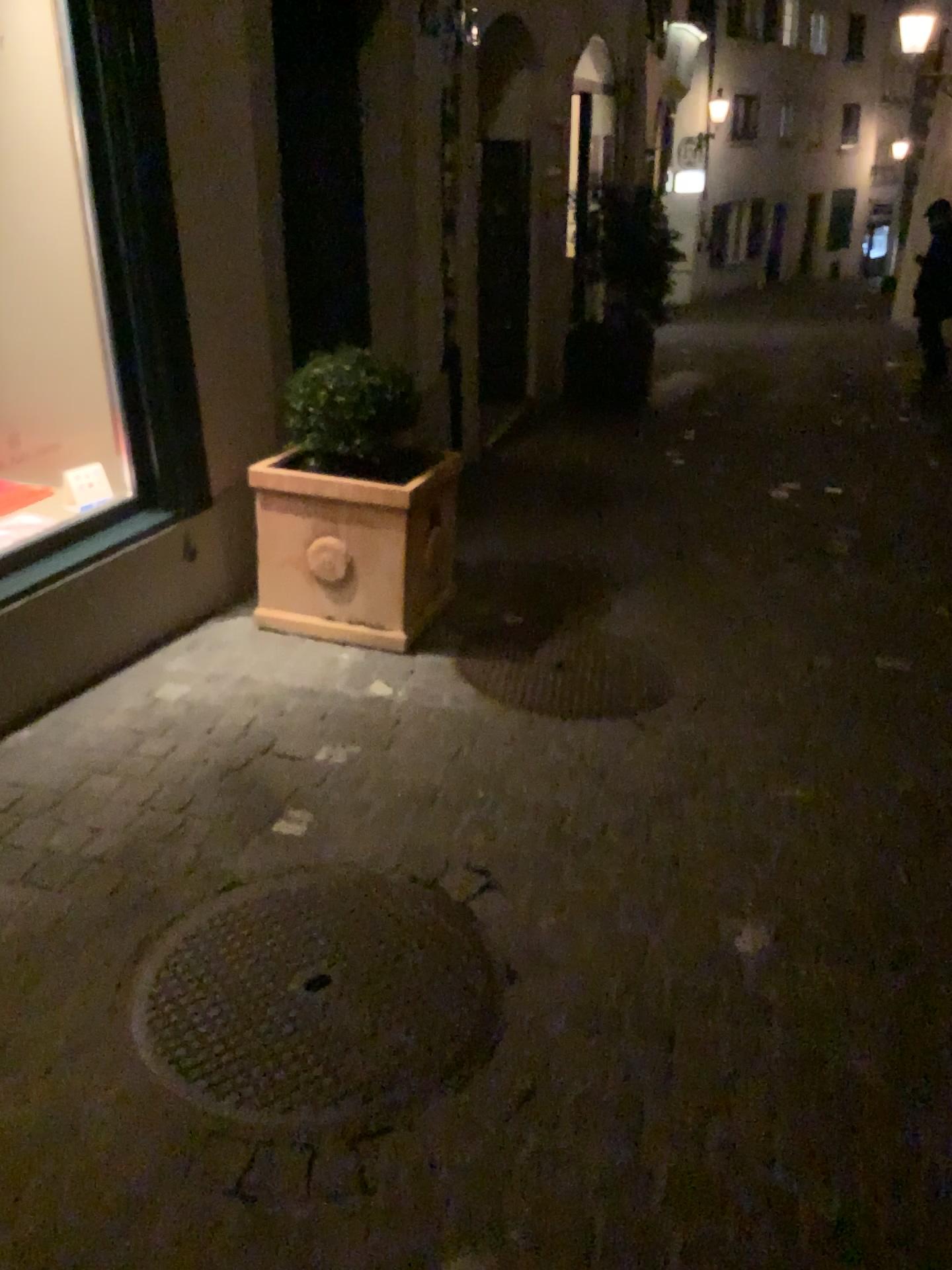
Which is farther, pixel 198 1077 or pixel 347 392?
pixel 347 392

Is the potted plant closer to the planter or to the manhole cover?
the planter

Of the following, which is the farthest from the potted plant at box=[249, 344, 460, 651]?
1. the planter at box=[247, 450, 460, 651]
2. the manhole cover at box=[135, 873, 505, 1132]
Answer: the manhole cover at box=[135, 873, 505, 1132]

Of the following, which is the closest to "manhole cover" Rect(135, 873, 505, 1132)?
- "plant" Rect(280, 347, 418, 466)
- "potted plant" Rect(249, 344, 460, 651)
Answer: "potted plant" Rect(249, 344, 460, 651)

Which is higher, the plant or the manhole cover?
the plant

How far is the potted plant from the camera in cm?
336

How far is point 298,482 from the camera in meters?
3.4 m

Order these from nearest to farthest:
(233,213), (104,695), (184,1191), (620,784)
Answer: (184,1191)
(620,784)
(104,695)
(233,213)

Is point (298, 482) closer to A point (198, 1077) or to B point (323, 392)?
B point (323, 392)

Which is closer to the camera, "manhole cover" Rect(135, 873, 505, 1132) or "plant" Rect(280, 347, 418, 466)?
"manhole cover" Rect(135, 873, 505, 1132)
